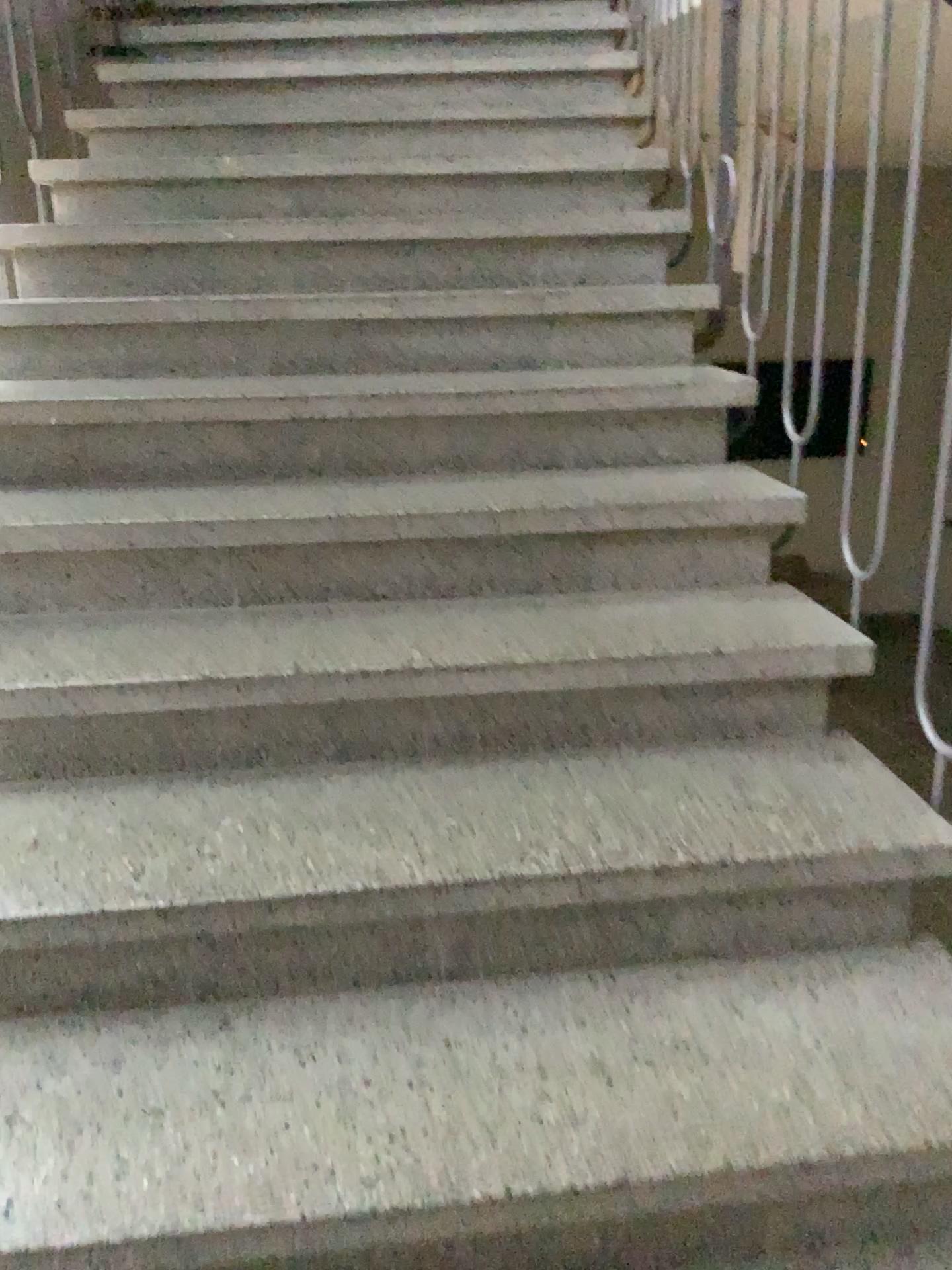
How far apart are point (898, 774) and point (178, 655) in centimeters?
105cm
